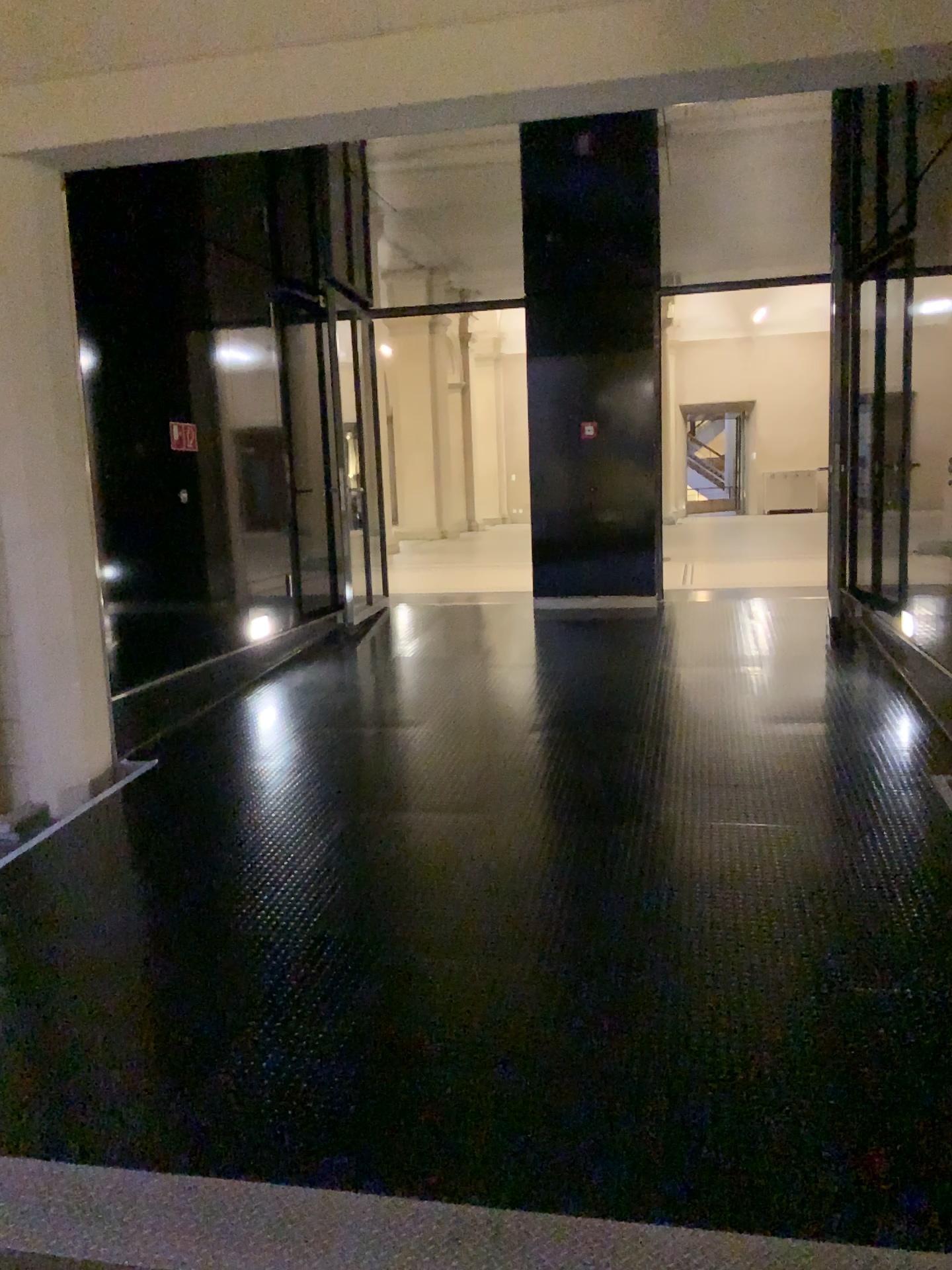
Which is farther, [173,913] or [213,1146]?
[173,913]
